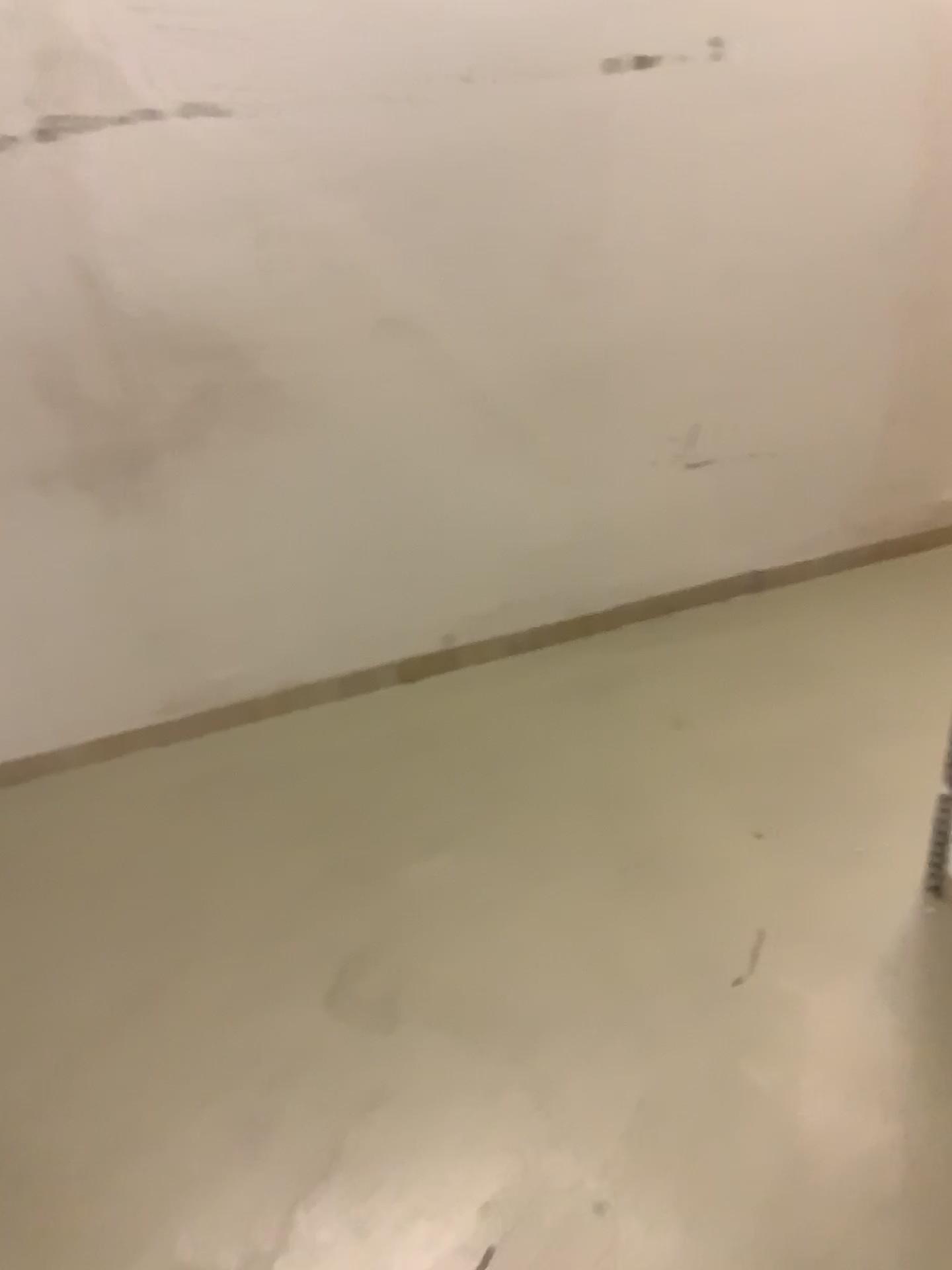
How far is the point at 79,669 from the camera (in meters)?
2.41
